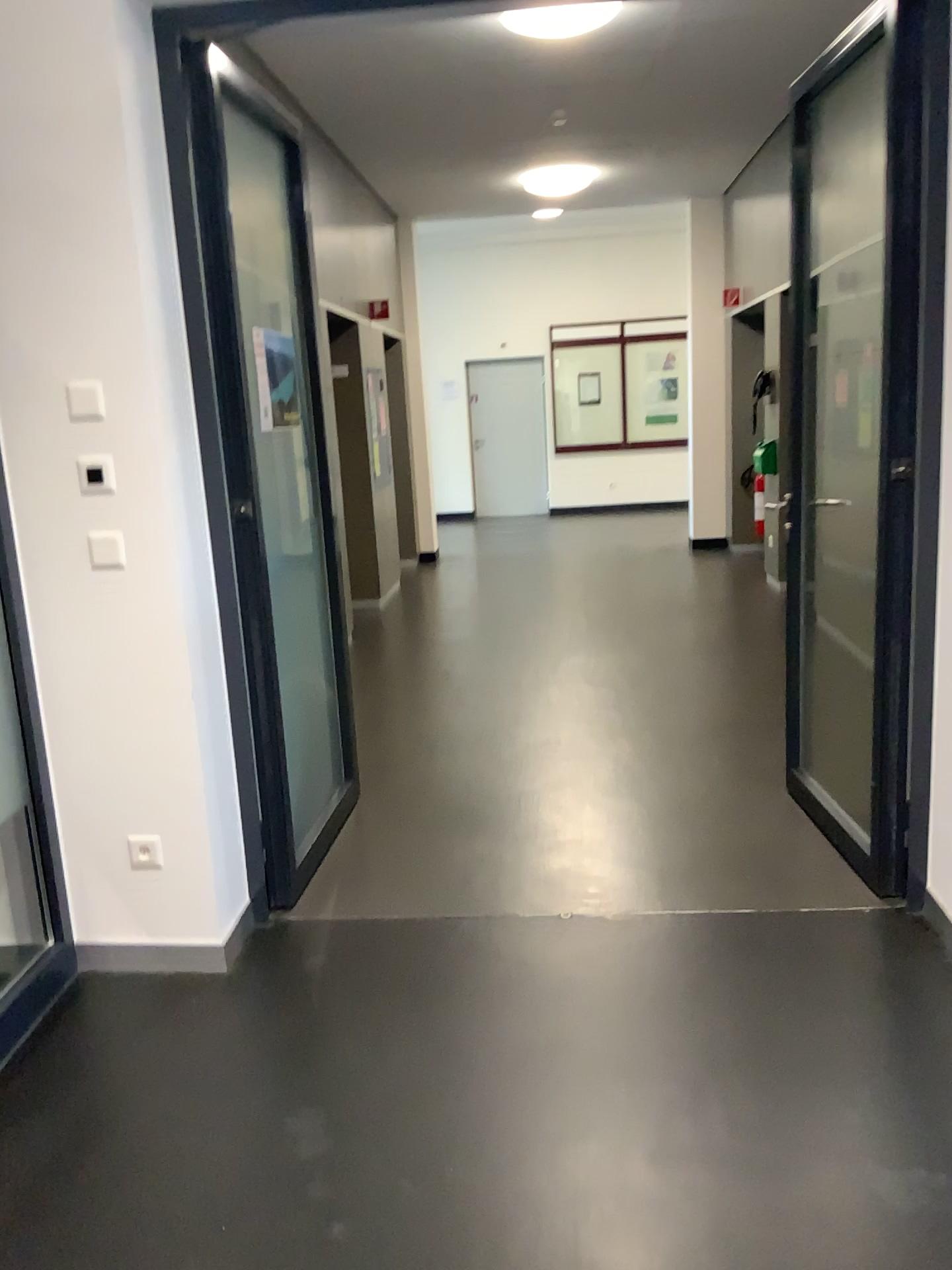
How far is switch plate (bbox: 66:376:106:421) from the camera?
2.55m

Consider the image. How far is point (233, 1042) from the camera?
2.51m

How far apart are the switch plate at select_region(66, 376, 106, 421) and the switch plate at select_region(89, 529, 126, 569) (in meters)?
0.28

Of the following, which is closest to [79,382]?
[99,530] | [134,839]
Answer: [99,530]

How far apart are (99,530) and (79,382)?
0.36m

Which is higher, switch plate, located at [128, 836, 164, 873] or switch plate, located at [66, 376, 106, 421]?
switch plate, located at [66, 376, 106, 421]

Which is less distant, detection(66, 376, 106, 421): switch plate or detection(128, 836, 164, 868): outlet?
detection(66, 376, 106, 421): switch plate

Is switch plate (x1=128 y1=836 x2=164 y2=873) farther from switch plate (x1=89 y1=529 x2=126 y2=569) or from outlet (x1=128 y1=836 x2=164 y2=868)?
switch plate (x1=89 y1=529 x2=126 y2=569)

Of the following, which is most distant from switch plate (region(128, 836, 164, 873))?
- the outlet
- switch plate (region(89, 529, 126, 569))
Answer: switch plate (region(89, 529, 126, 569))

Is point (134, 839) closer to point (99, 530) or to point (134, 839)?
point (134, 839)
